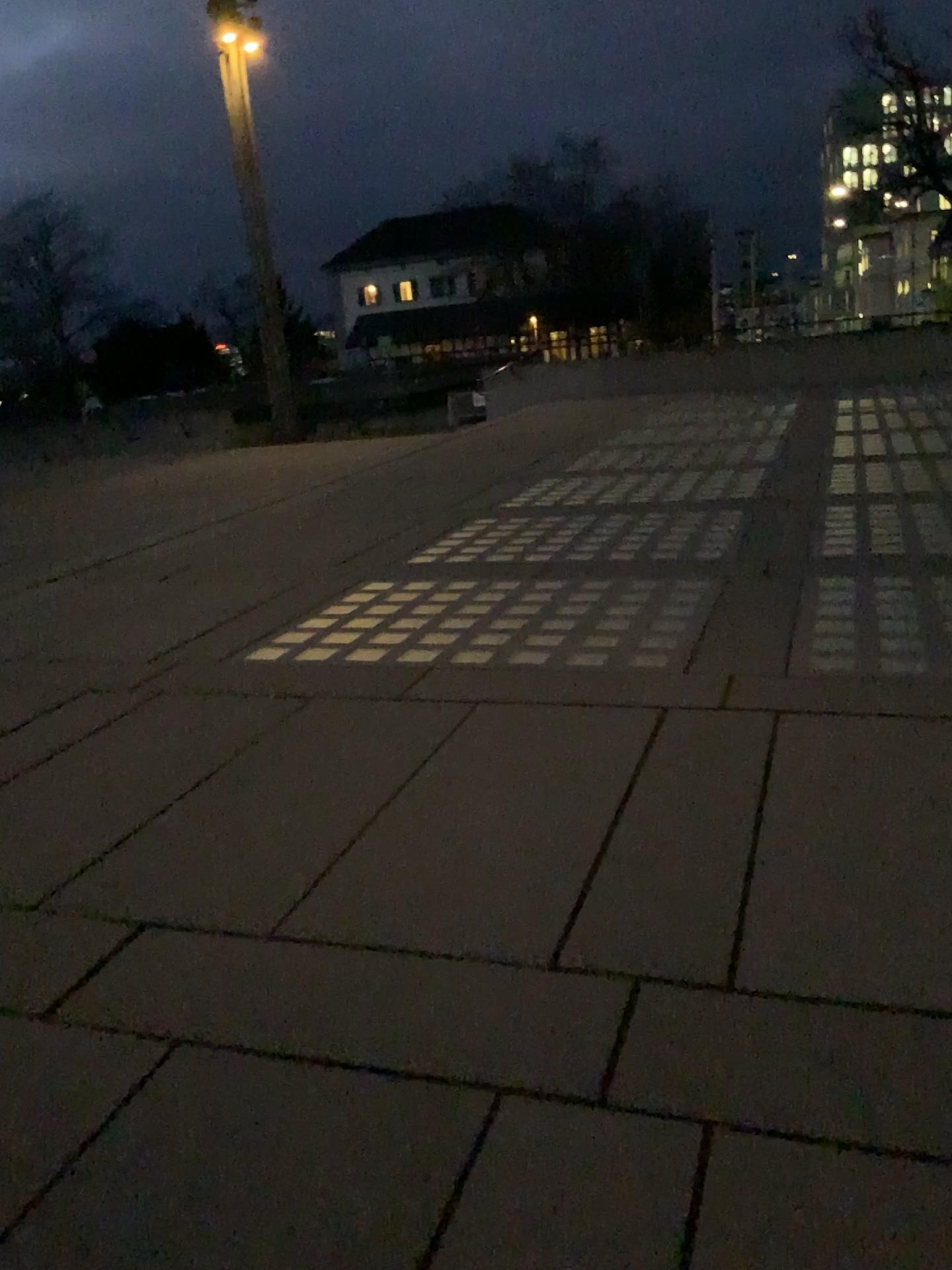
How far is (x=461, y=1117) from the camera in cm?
200
